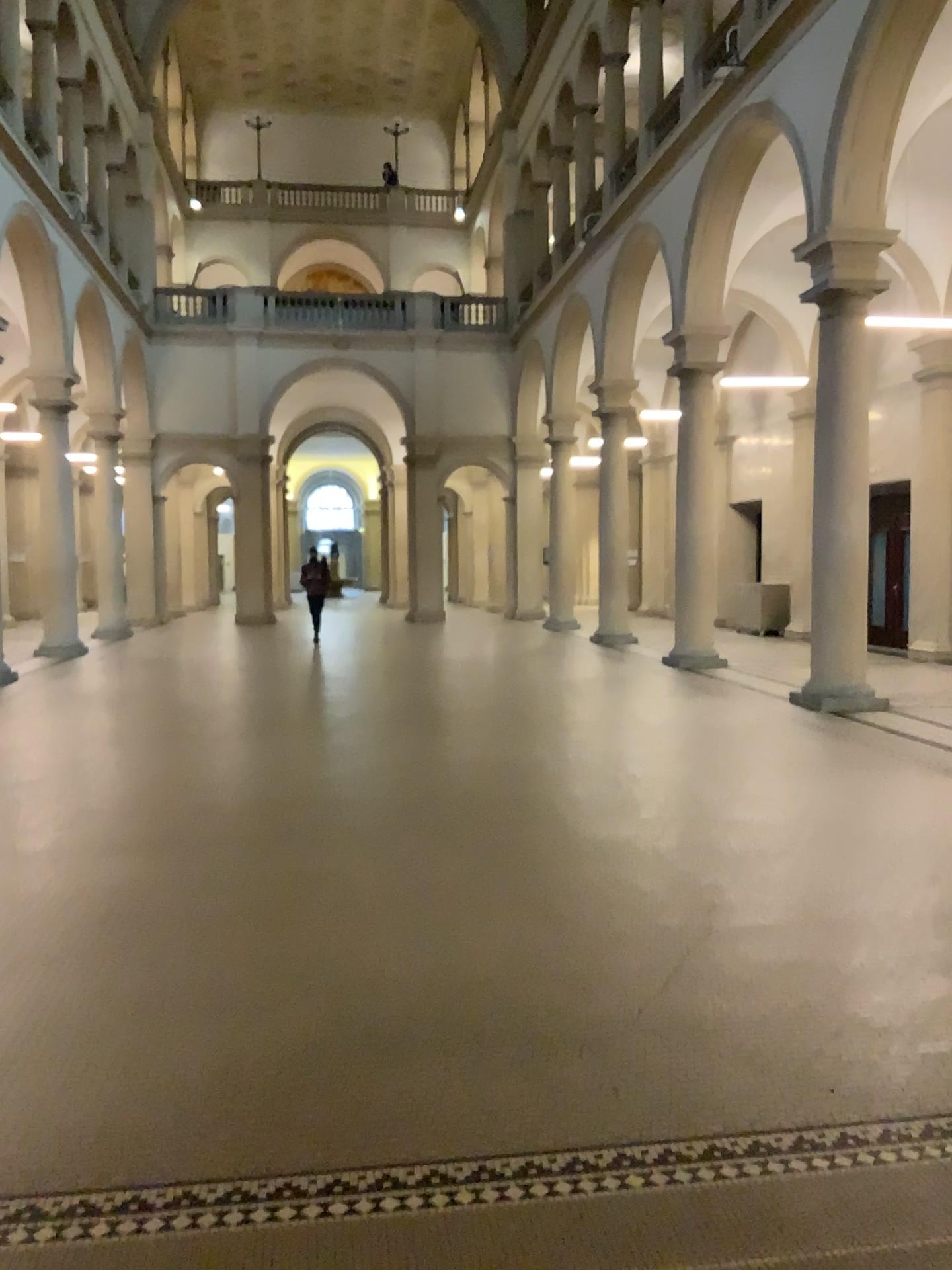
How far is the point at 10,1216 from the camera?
2.5m

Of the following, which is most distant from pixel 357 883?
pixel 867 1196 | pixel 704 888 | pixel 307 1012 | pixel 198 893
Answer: pixel 867 1196

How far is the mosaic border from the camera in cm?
249
